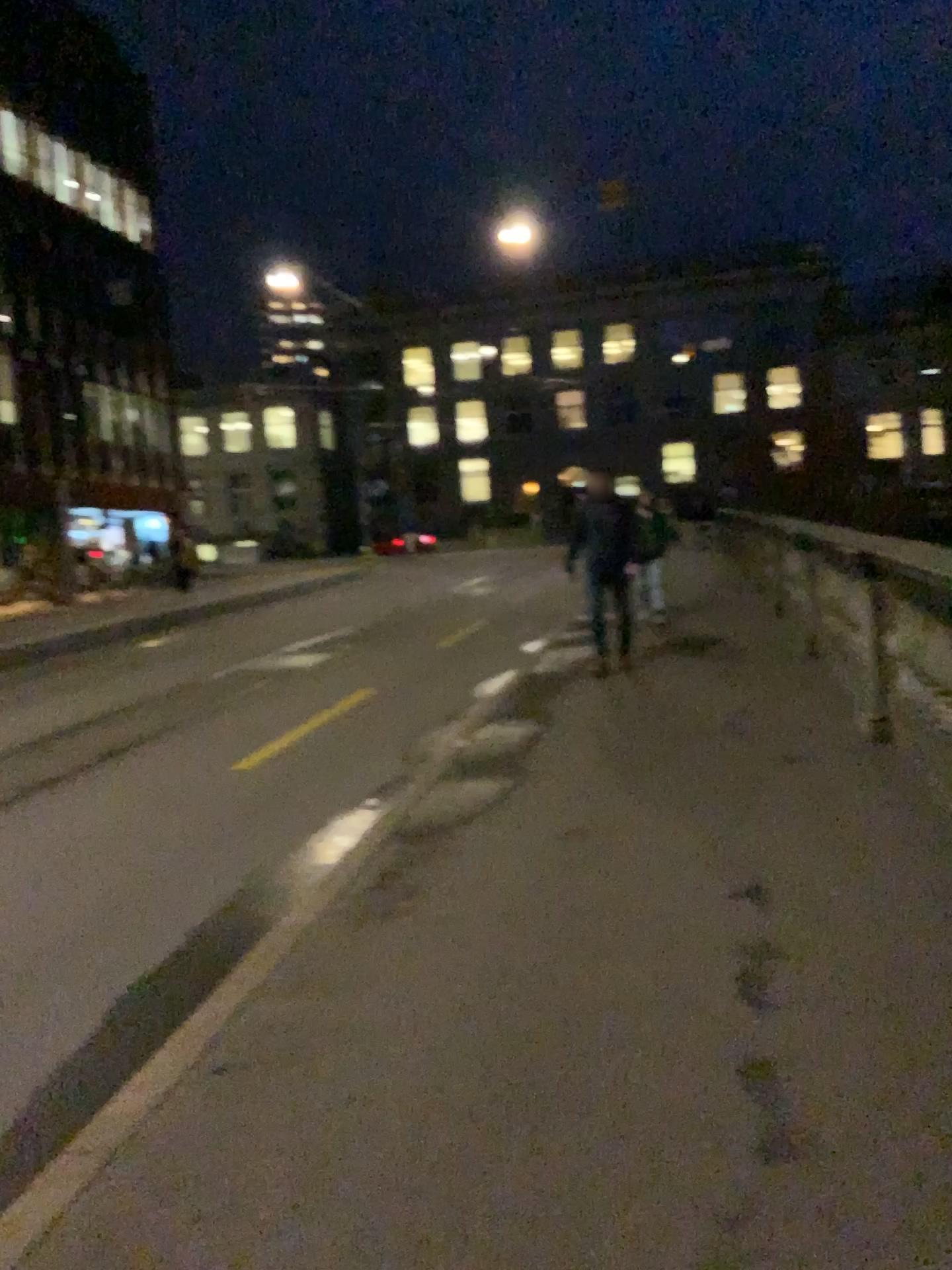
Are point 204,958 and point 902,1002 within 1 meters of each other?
no
